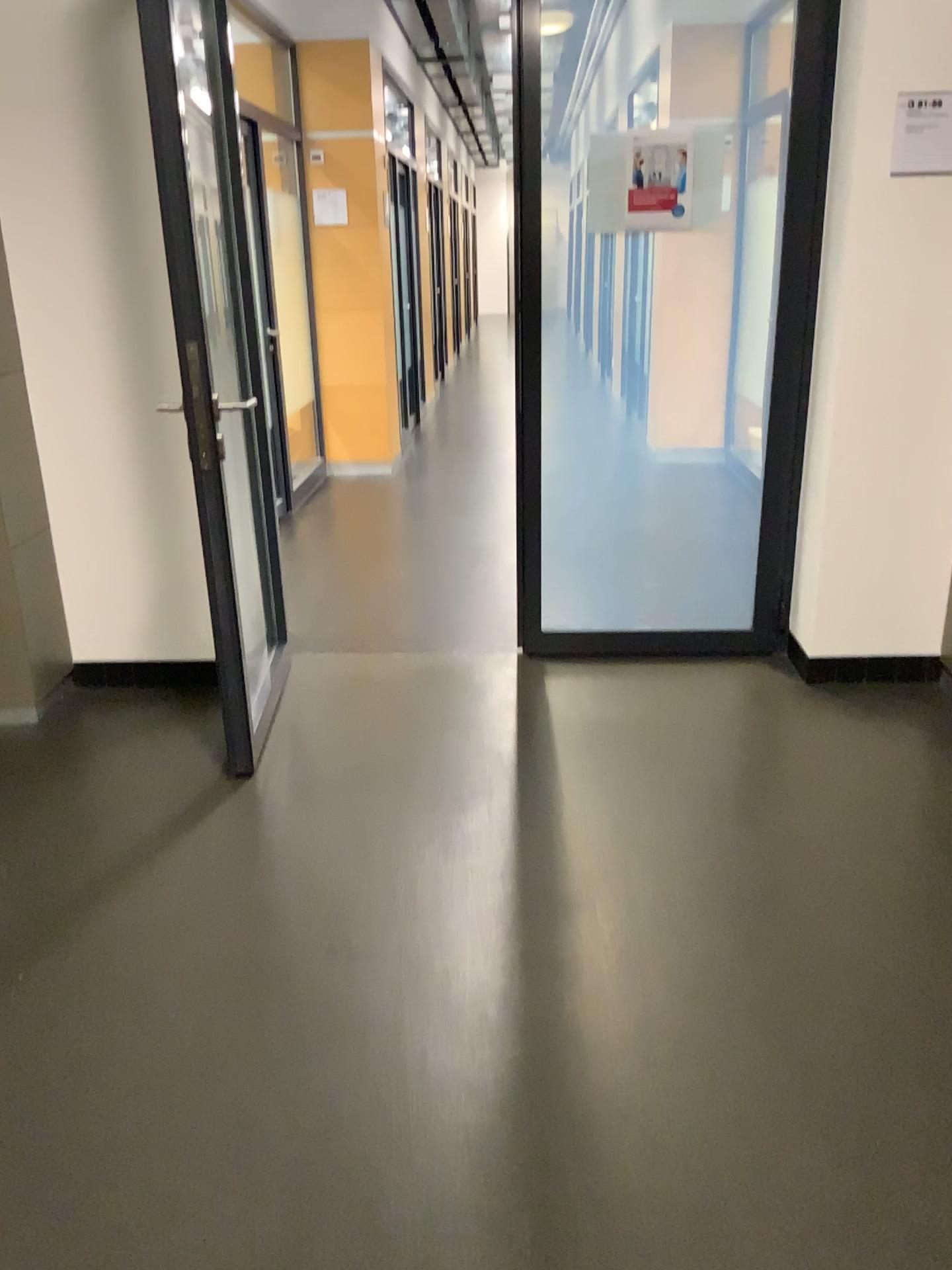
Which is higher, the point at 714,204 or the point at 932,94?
the point at 932,94

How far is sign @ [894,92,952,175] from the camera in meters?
2.9

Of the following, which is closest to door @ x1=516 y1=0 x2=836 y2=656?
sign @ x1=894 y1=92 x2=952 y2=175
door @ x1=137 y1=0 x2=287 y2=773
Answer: sign @ x1=894 y1=92 x2=952 y2=175

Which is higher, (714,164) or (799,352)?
(714,164)

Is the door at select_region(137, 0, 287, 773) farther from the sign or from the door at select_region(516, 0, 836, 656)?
the sign

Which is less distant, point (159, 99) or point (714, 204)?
point (159, 99)

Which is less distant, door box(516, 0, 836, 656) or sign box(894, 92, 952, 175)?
sign box(894, 92, 952, 175)

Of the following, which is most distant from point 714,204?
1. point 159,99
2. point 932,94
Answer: point 159,99
